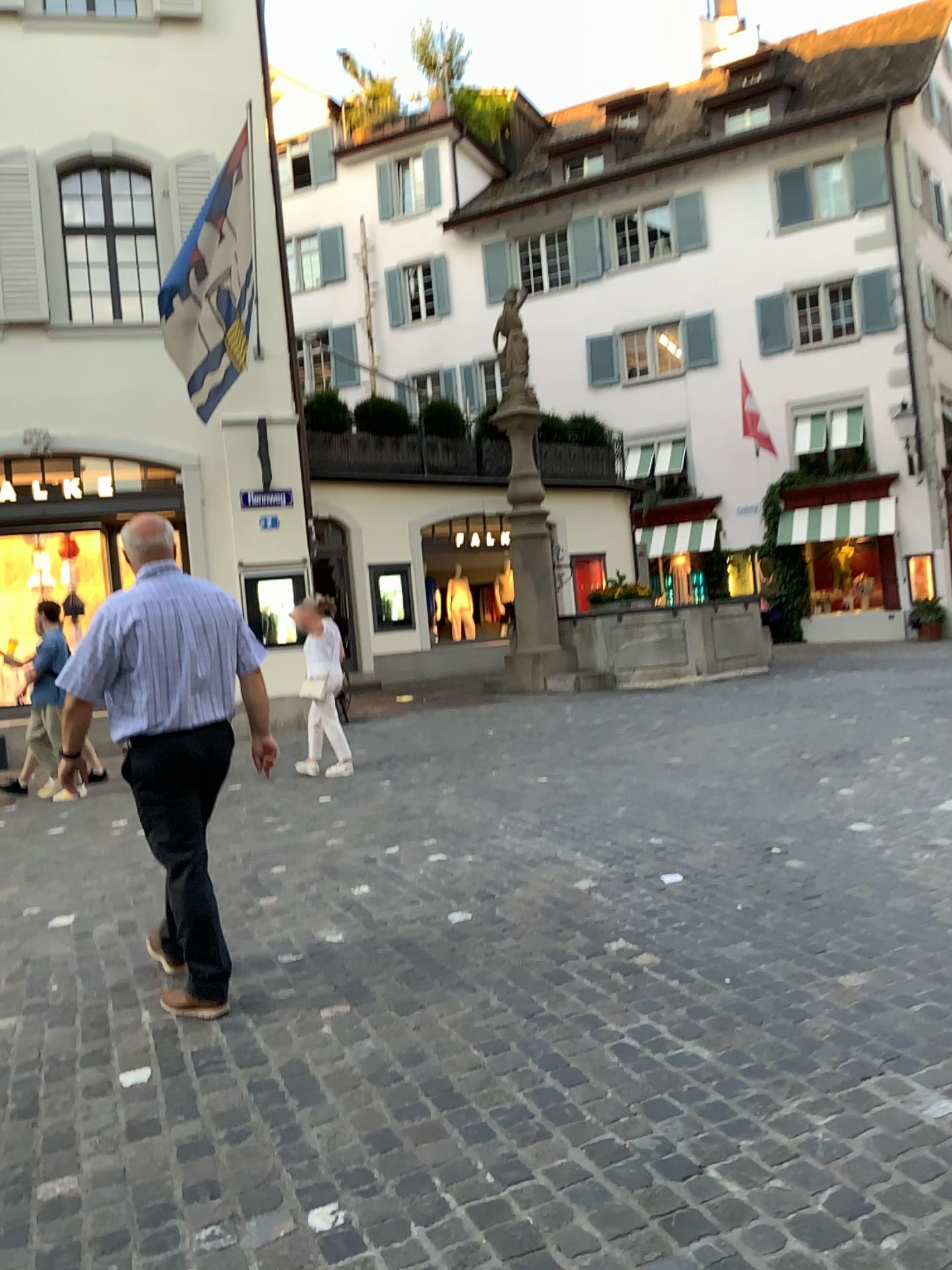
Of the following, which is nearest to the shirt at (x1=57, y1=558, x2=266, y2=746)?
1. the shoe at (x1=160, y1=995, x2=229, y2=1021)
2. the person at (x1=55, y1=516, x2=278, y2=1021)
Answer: the person at (x1=55, y1=516, x2=278, y2=1021)

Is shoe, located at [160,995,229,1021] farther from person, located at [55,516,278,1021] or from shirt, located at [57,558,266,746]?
shirt, located at [57,558,266,746]

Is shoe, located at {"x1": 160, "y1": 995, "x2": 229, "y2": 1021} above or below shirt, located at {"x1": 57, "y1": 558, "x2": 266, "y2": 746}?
below

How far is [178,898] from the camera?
3.5 meters

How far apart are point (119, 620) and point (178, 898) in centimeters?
94cm

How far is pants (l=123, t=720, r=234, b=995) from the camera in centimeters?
352cm

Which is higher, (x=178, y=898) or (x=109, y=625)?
(x=109, y=625)

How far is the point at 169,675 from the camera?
3.5 meters

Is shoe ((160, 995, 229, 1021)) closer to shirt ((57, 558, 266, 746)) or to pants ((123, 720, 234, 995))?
pants ((123, 720, 234, 995))
